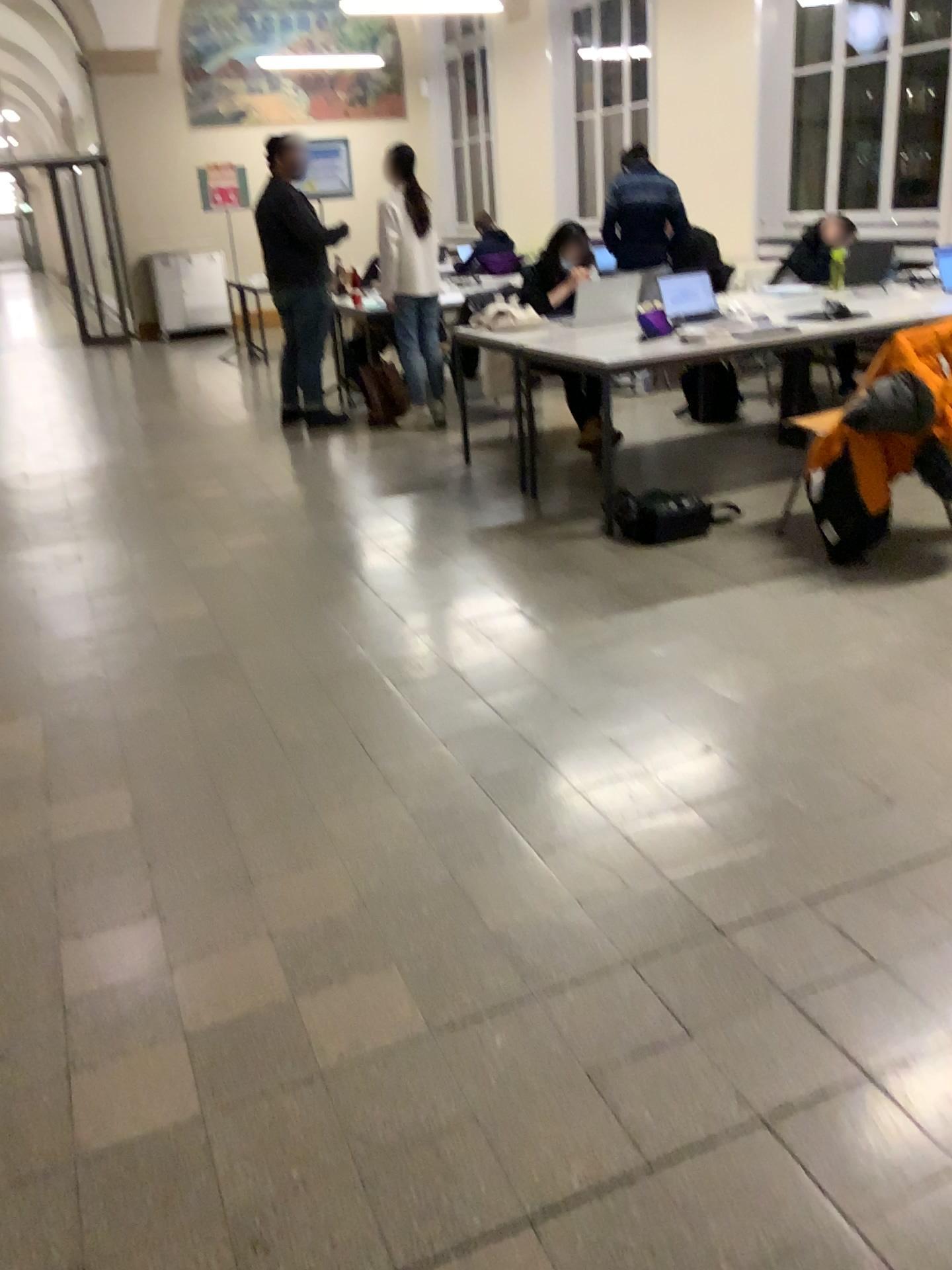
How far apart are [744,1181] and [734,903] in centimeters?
65cm
